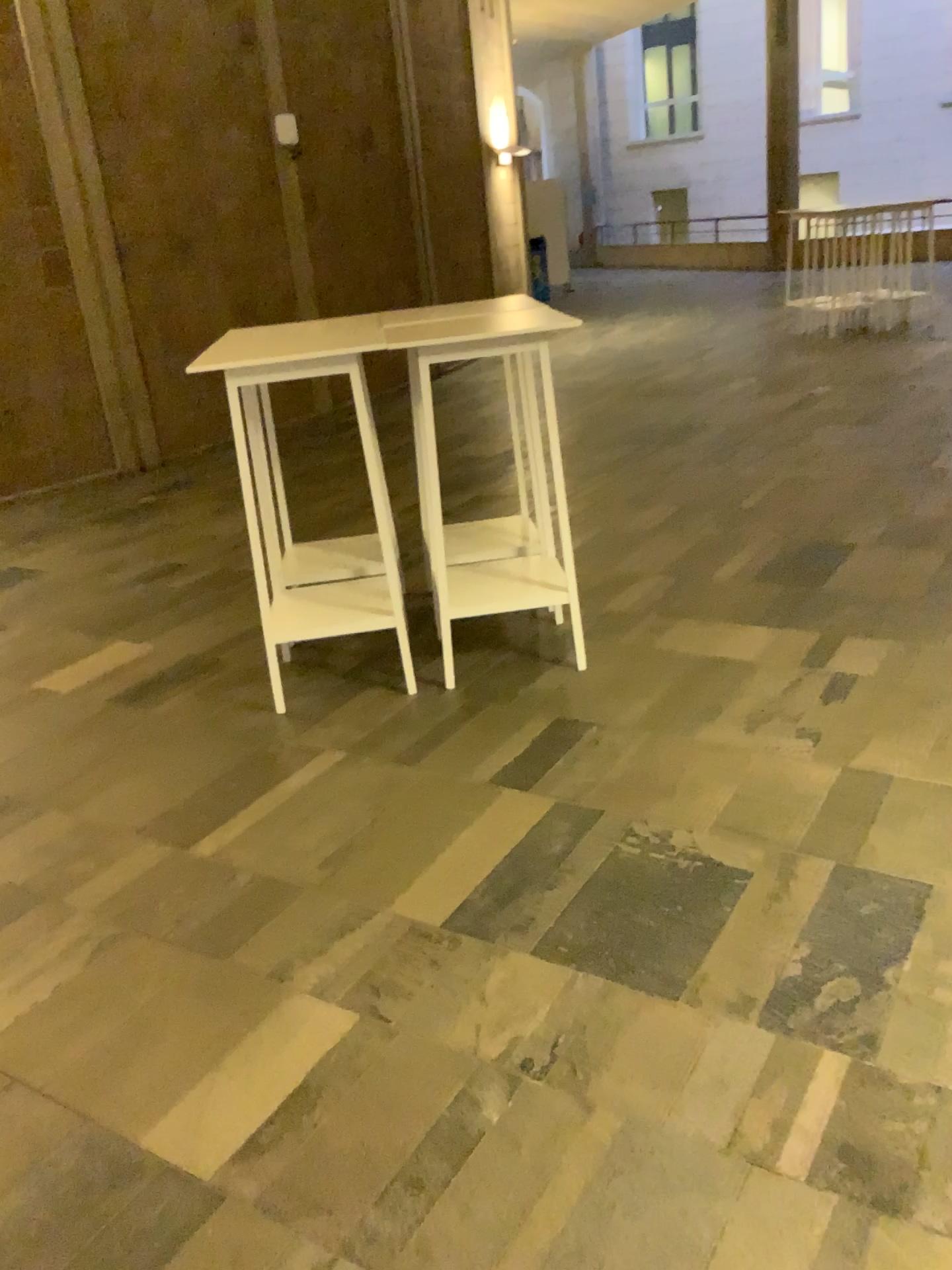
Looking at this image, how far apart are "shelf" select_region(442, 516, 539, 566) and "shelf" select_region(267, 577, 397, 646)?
0.35m

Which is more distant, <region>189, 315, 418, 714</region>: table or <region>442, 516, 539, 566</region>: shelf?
<region>442, 516, 539, 566</region>: shelf

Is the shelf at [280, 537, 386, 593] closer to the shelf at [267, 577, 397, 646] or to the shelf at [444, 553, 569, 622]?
the shelf at [267, 577, 397, 646]

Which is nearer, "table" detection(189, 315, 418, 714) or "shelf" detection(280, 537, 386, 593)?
"table" detection(189, 315, 418, 714)

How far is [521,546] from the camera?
4.1 meters

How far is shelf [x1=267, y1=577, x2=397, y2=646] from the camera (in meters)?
3.55

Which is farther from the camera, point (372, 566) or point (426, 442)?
point (372, 566)

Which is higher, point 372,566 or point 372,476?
point 372,476

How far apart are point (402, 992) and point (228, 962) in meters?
0.4 m

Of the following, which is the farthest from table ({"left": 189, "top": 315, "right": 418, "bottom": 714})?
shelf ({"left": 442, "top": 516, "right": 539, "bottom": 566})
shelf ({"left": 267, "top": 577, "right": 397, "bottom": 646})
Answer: shelf ({"left": 442, "top": 516, "right": 539, "bottom": 566})
